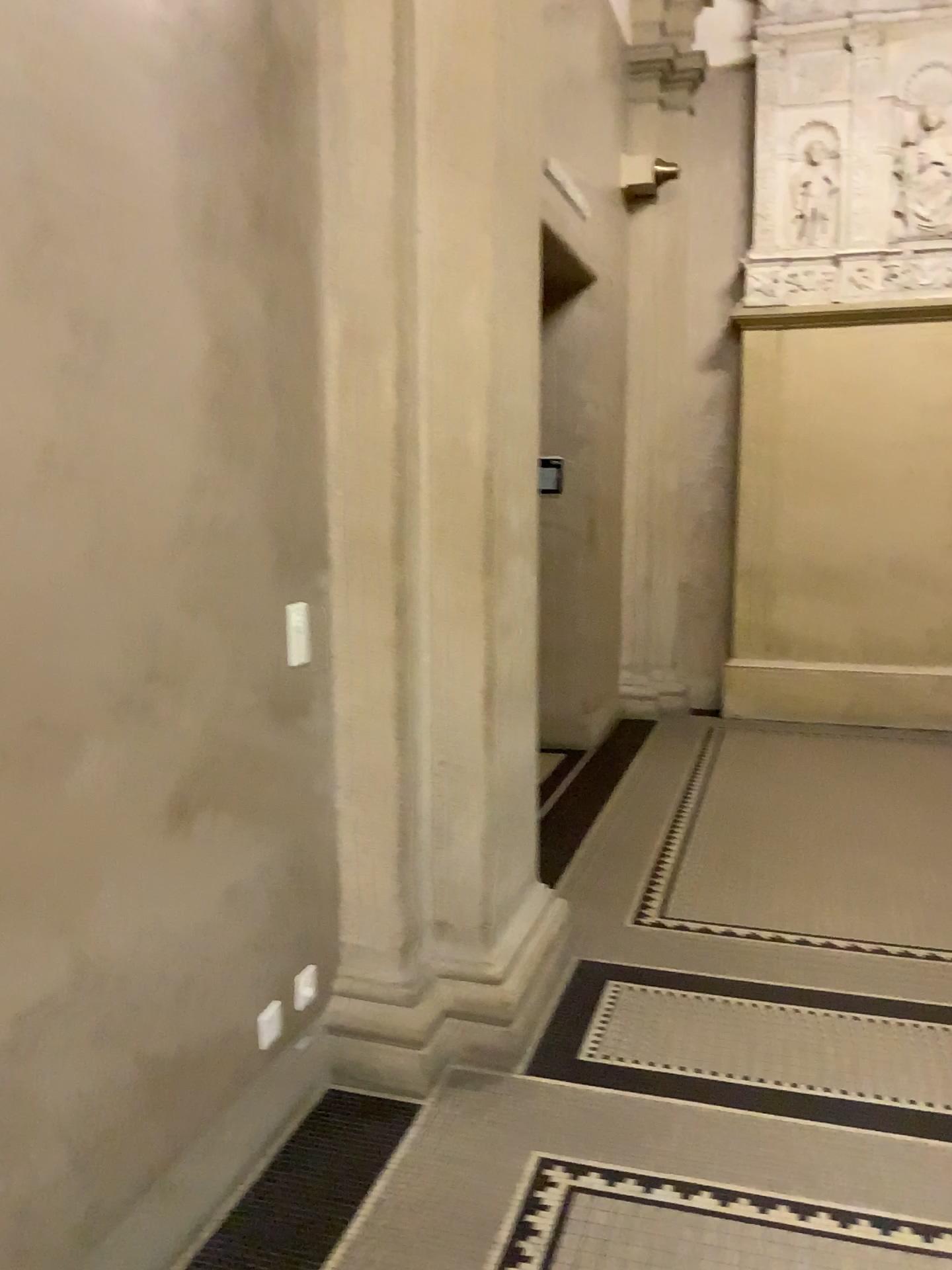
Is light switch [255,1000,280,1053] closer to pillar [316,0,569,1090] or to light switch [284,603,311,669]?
pillar [316,0,569,1090]

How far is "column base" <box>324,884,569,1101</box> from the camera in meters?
2.7 m

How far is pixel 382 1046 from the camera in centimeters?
267cm

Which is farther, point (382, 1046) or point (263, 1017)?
point (382, 1046)

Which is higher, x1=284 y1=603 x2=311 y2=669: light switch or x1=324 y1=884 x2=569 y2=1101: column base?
x1=284 y1=603 x2=311 y2=669: light switch

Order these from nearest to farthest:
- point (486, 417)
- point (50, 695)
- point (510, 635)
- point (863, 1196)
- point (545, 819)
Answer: point (50, 695)
point (863, 1196)
point (486, 417)
point (510, 635)
point (545, 819)

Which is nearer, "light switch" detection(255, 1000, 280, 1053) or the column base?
"light switch" detection(255, 1000, 280, 1053)

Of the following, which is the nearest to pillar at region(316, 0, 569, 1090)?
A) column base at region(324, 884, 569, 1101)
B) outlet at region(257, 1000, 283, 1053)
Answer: column base at region(324, 884, 569, 1101)

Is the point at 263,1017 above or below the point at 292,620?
below

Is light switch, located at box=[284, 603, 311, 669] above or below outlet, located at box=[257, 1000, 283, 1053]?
above
